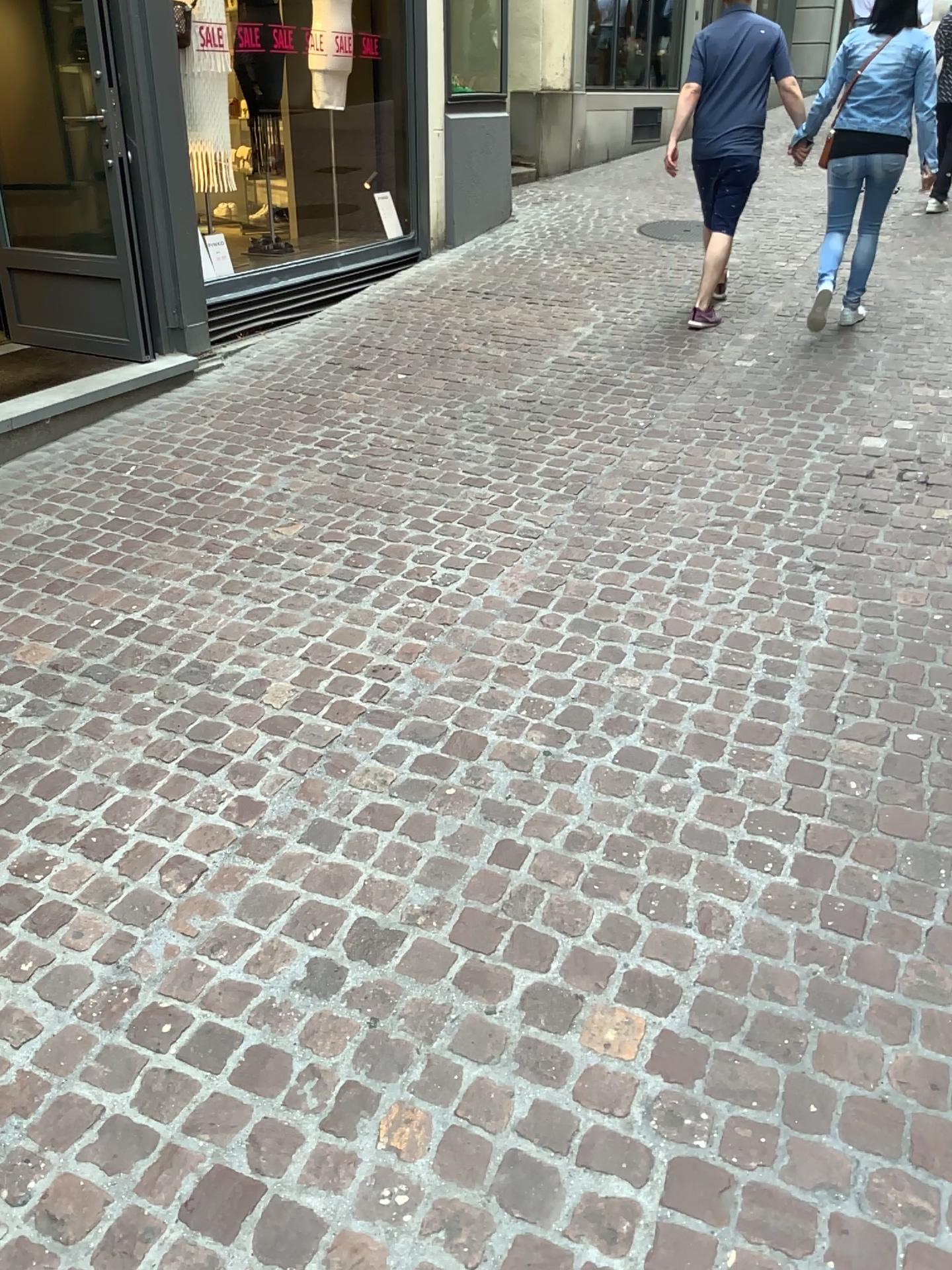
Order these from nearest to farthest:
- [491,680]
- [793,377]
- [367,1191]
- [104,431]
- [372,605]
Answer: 1. [367,1191]
2. [491,680]
3. [372,605]
4. [104,431]
5. [793,377]
